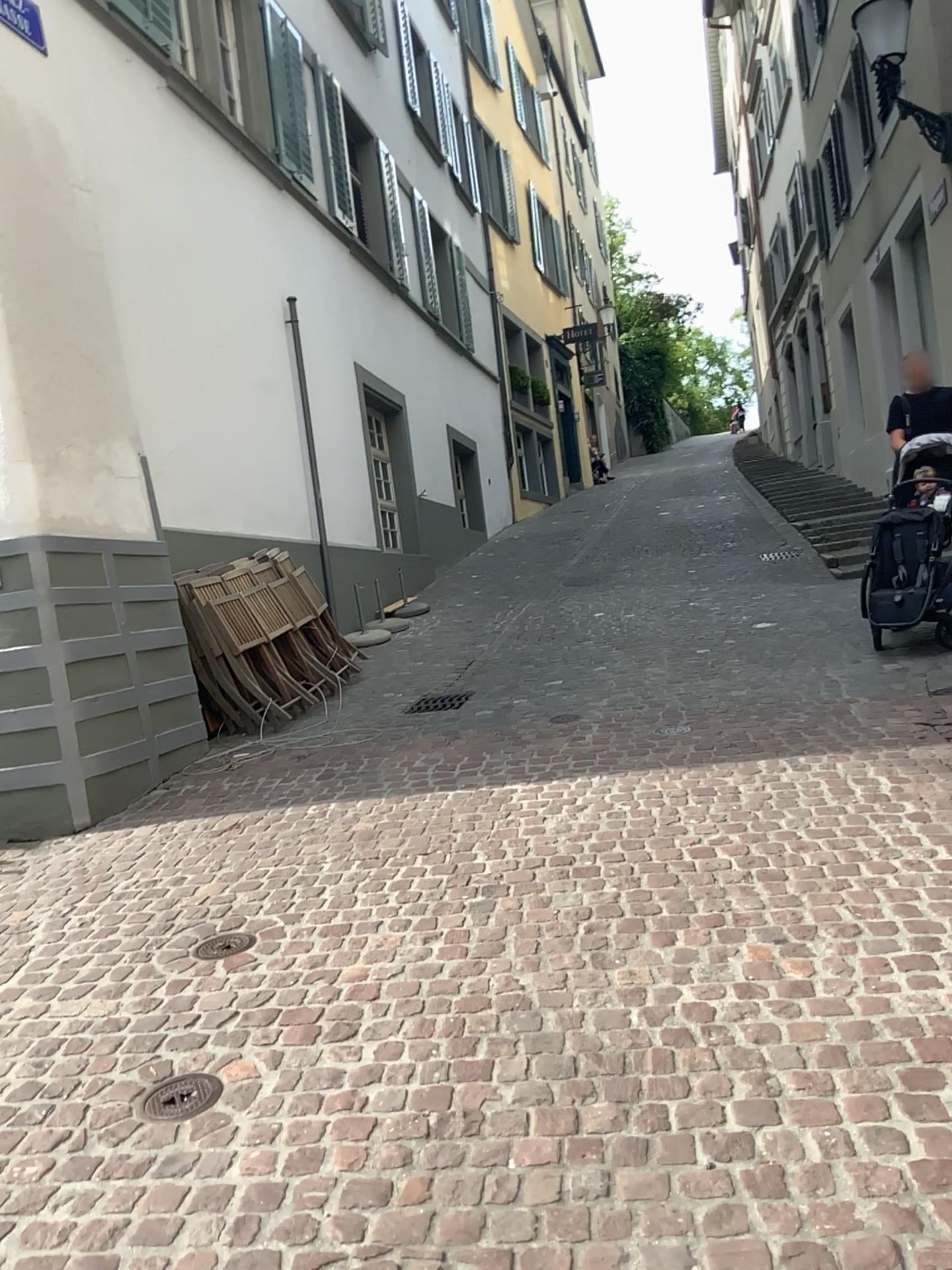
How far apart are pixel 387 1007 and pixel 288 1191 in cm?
70
